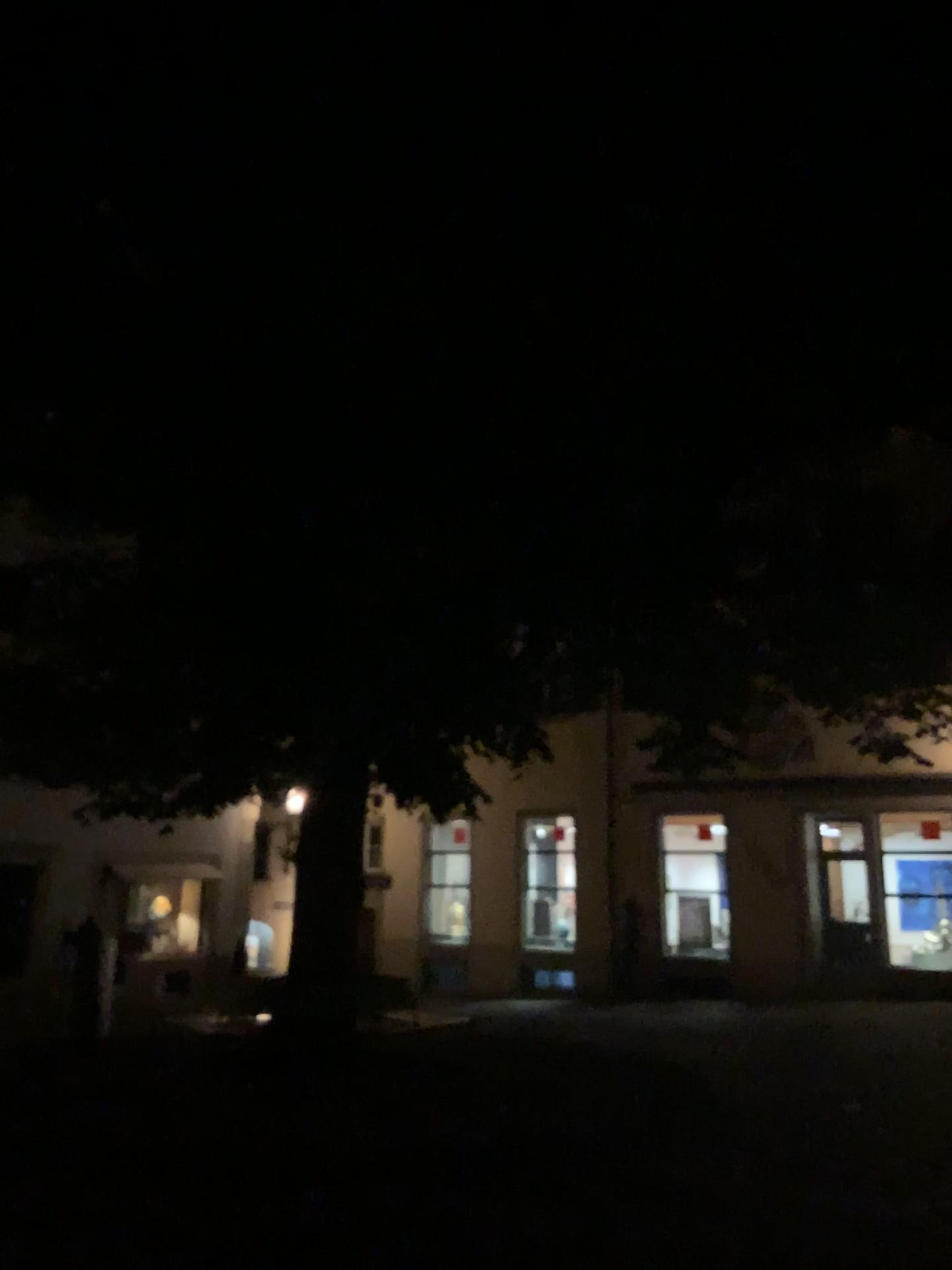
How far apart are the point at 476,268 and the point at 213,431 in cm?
143
